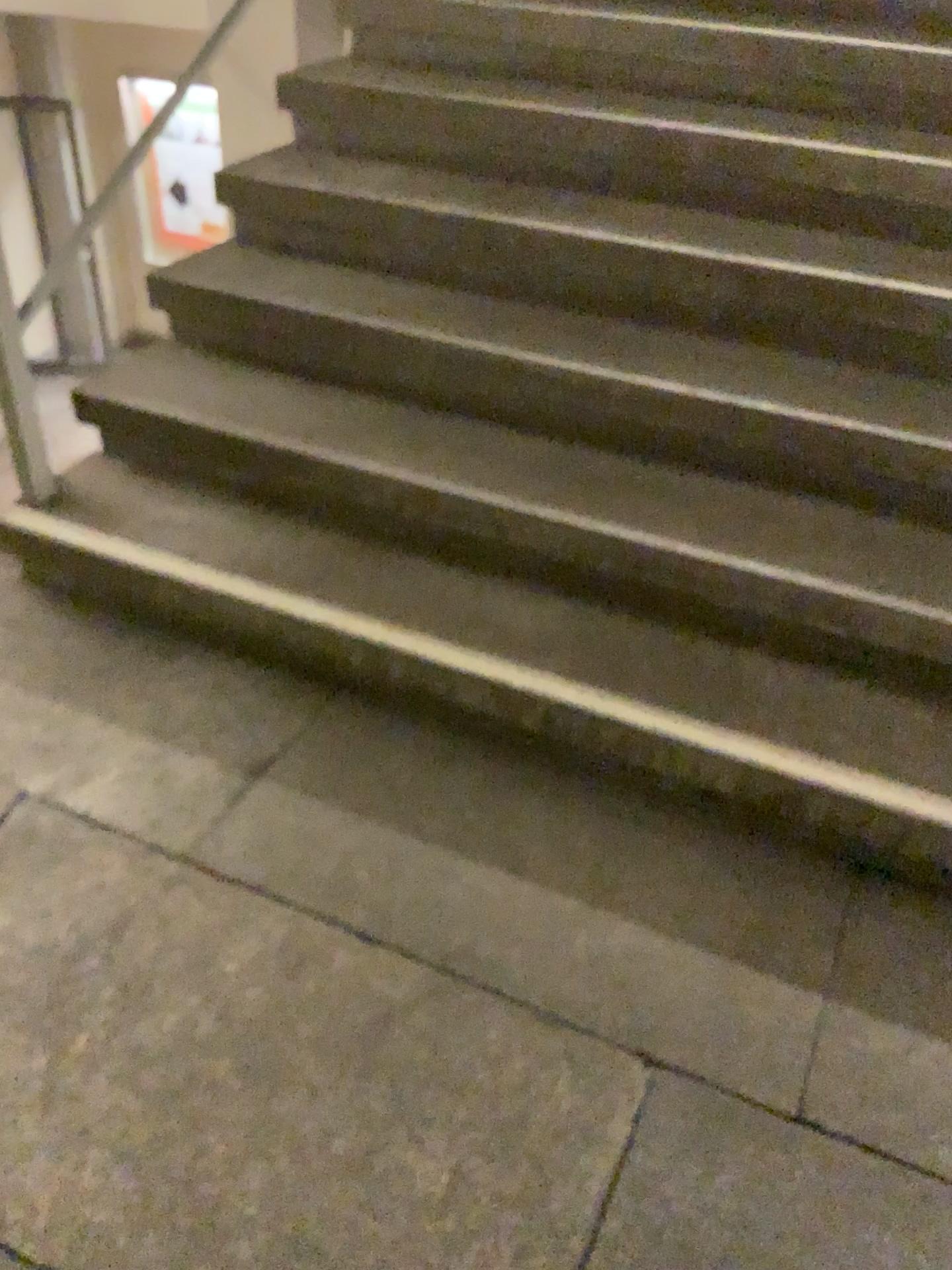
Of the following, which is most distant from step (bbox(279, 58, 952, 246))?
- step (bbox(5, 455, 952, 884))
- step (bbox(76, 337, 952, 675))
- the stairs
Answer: step (bbox(5, 455, 952, 884))

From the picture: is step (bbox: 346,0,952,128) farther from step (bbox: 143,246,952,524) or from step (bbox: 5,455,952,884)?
step (bbox: 5,455,952,884)

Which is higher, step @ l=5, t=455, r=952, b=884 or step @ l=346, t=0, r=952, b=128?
step @ l=346, t=0, r=952, b=128

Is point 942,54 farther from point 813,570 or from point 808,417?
point 813,570

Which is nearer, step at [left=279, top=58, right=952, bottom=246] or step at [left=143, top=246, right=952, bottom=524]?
step at [left=143, top=246, right=952, bottom=524]

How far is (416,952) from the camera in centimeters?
156cm

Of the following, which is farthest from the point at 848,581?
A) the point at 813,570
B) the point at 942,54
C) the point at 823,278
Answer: the point at 942,54

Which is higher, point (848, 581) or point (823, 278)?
point (823, 278)

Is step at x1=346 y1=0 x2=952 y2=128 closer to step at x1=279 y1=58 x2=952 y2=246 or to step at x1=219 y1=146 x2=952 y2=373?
step at x1=279 y1=58 x2=952 y2=246

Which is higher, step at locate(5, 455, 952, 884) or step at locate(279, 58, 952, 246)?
step at locate(279, 58, 952, 246)
